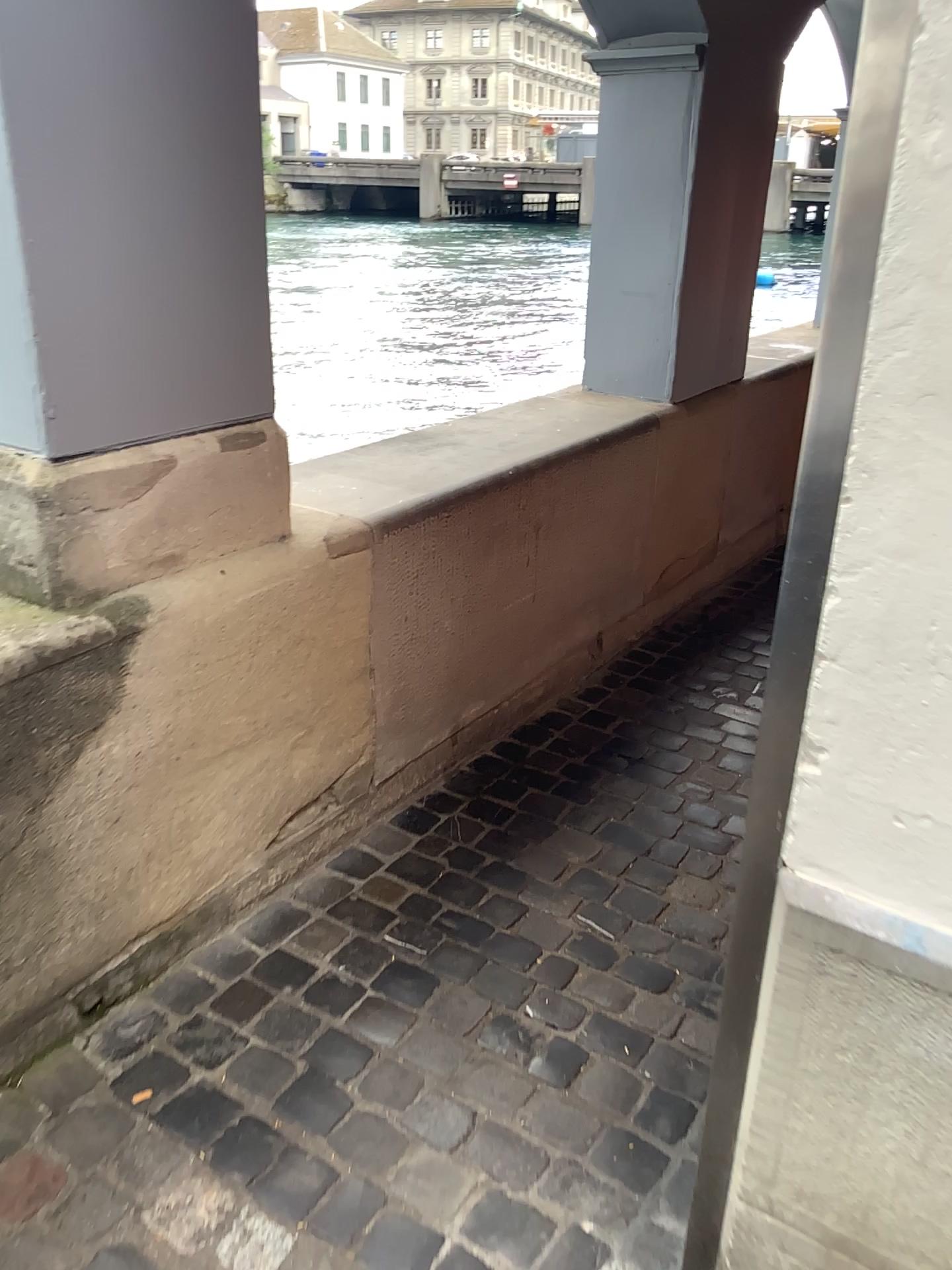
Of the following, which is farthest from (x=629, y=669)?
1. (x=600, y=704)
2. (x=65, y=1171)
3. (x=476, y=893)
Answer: (x=65, y=1171)

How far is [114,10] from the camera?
1.45m

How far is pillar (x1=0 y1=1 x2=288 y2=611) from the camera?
1.45m
